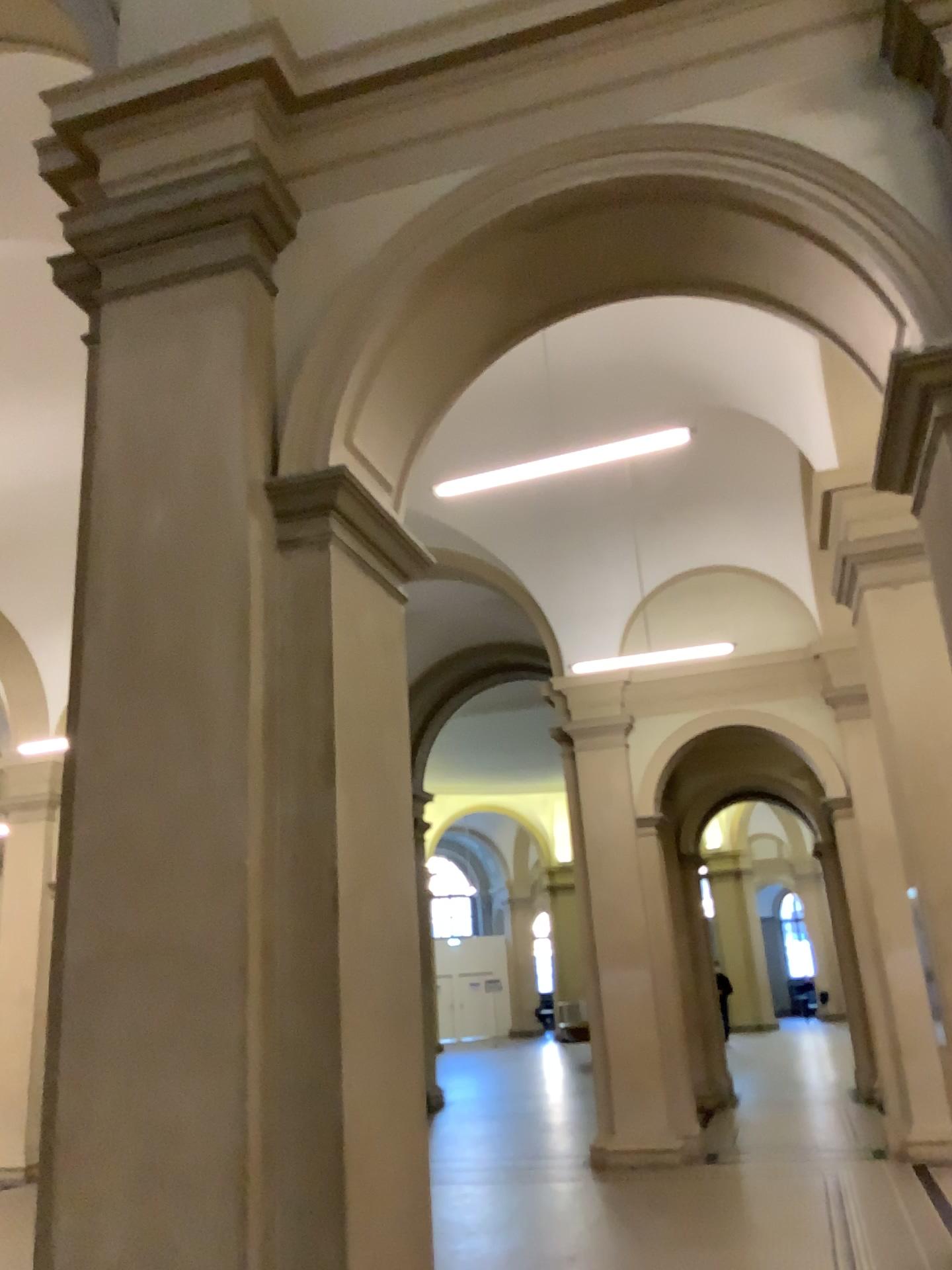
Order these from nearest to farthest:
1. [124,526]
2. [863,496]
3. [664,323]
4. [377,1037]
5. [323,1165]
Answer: [323,1165], [377,1037], [124,526], [863,496], [664,323]
